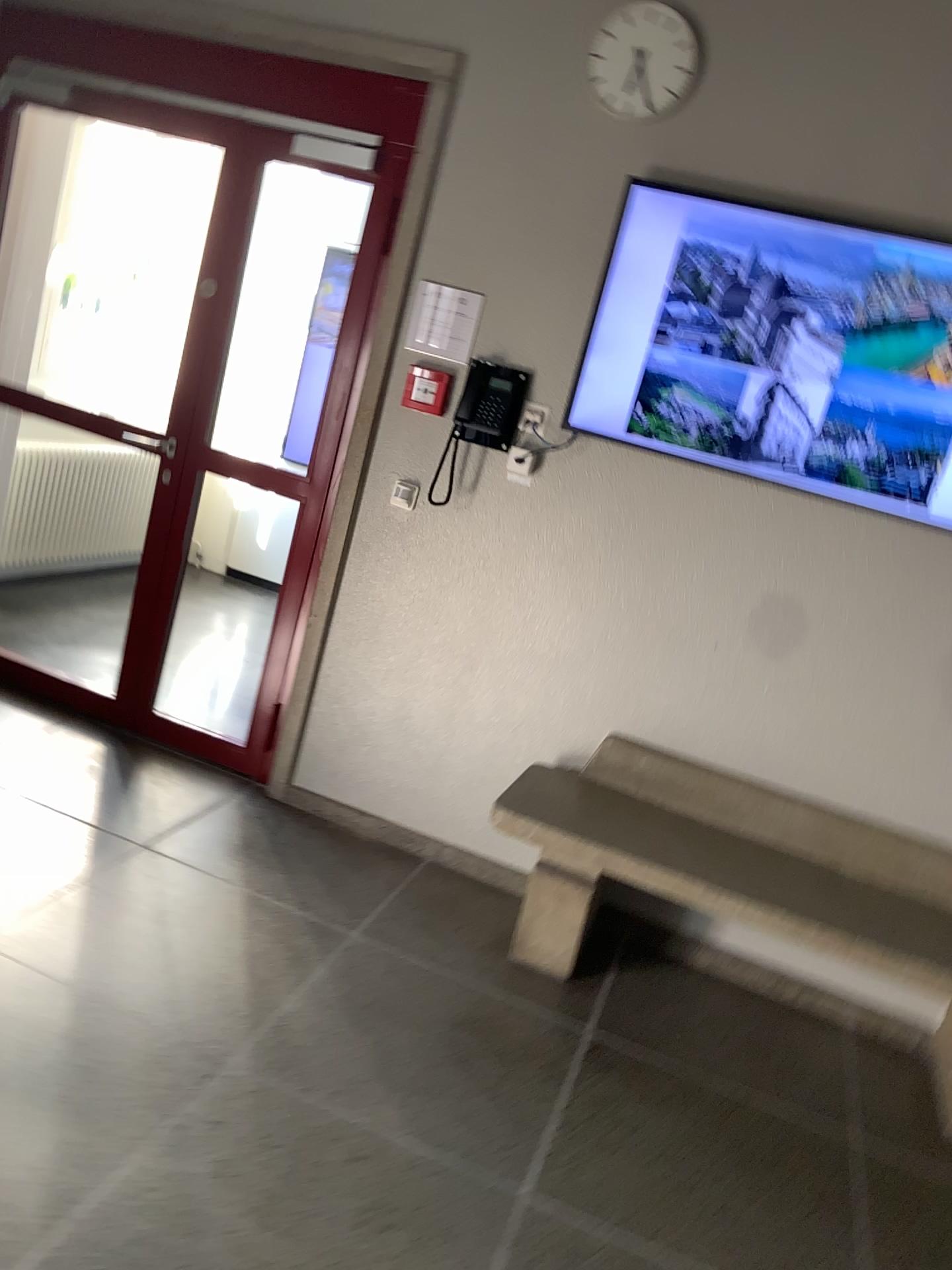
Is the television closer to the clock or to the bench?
the clock

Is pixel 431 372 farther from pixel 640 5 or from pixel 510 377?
pixel 640 5

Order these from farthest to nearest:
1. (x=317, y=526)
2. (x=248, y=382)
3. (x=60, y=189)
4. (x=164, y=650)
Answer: (x=248, y=382), (x=60, y=189), (x=164, y=650), (x=317, y=526)

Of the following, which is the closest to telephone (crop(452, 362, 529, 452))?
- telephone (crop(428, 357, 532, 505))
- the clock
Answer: telephone (crop(428, 357, 532, 505))

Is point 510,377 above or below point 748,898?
above

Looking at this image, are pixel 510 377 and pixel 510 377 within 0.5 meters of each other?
yes

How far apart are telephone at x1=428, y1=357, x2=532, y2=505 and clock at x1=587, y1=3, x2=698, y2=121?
0.8 meters

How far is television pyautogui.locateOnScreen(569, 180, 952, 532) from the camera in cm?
288

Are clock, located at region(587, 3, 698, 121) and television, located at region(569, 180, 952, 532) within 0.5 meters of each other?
yes

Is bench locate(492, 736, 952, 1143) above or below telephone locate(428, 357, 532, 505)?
below
